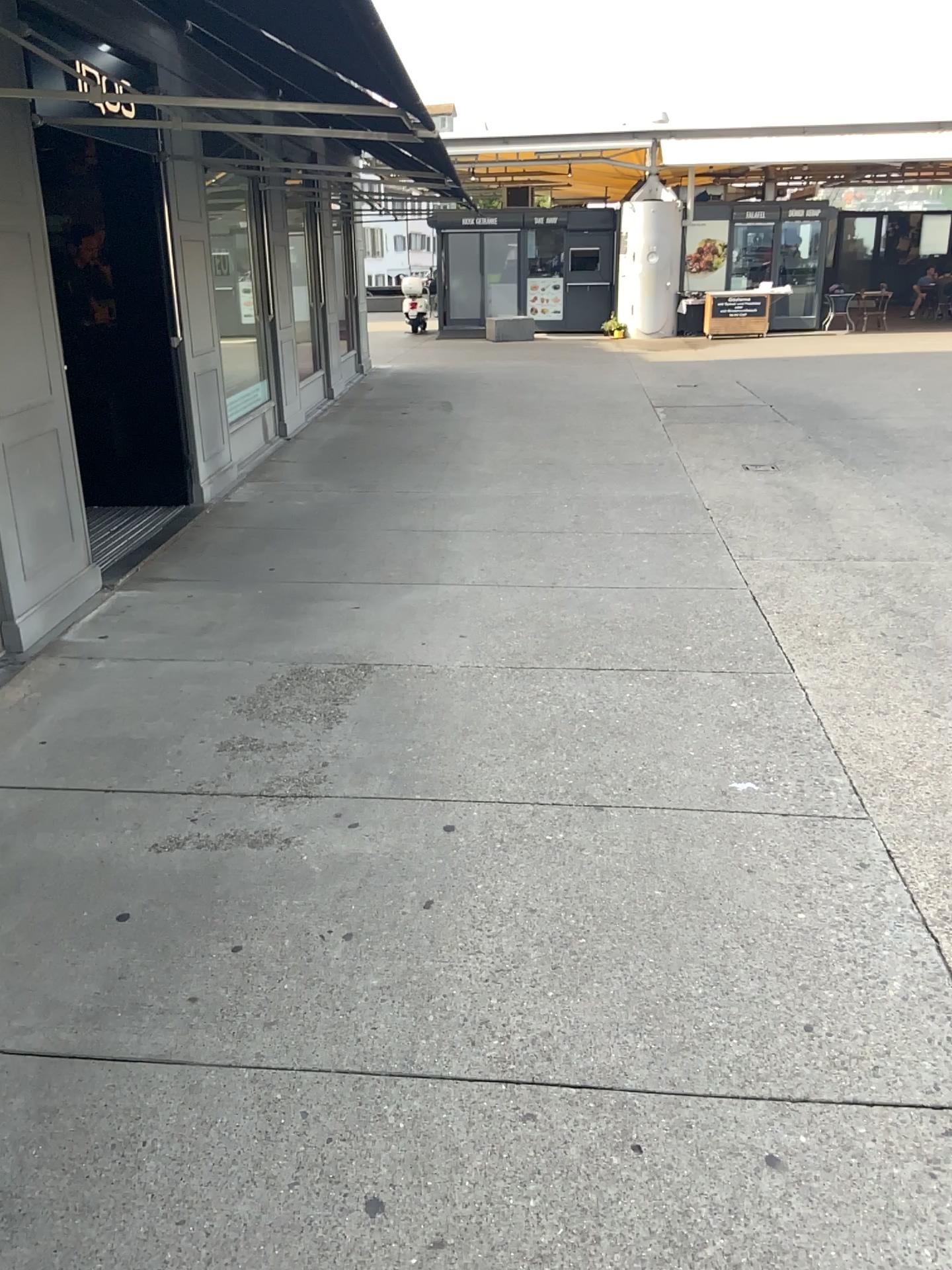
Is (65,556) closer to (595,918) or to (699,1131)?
(595,918)
